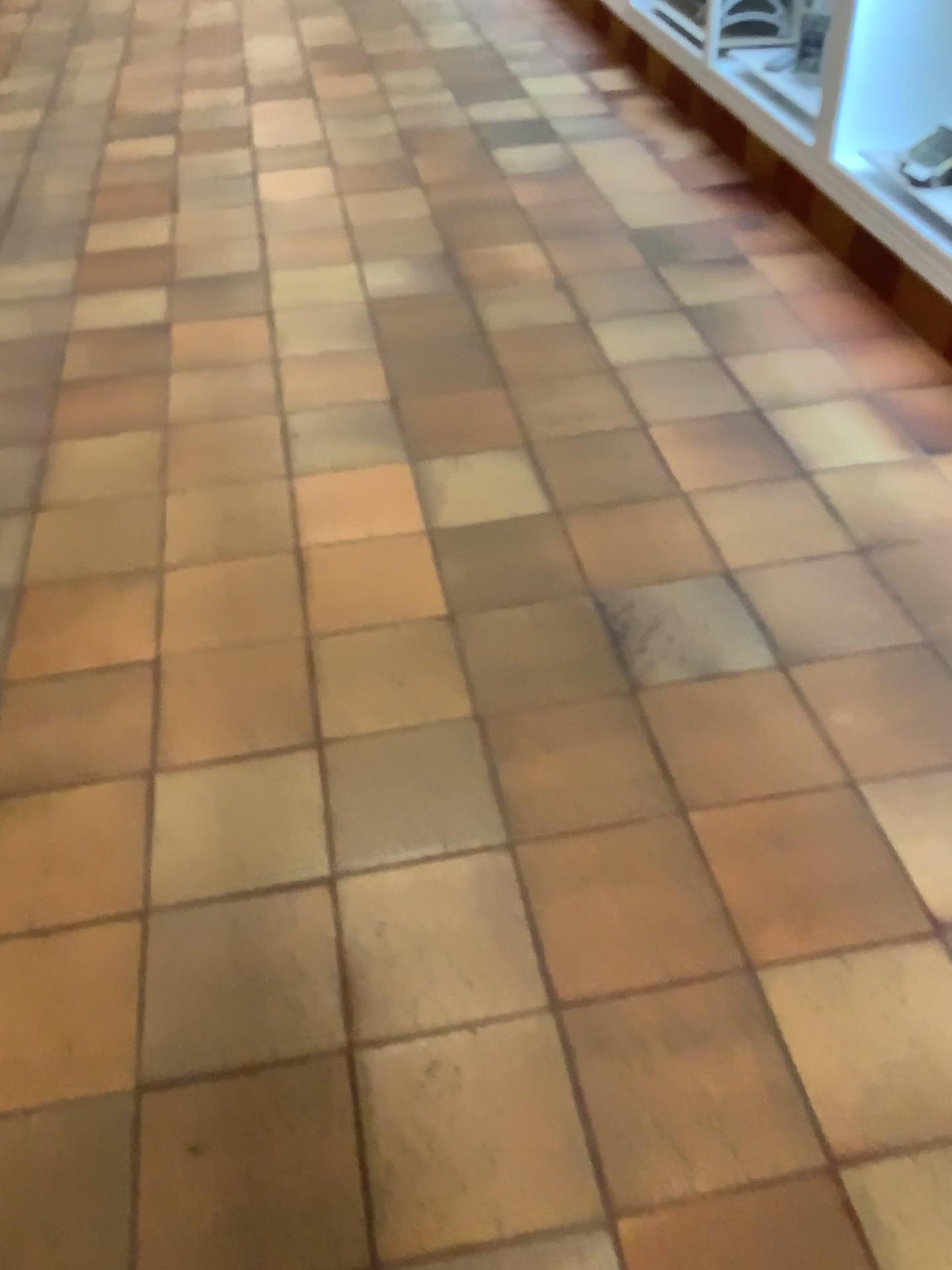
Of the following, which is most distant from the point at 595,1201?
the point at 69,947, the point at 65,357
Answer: the point at 65,357

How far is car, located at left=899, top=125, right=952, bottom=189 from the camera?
2.6m

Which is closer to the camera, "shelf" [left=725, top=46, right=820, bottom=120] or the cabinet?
the cabinet

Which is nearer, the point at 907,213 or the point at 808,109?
the point at 907,213

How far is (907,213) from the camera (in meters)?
2.55

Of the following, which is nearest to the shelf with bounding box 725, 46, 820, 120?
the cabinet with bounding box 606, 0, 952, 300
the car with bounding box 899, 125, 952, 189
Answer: the cabinet with bounding box 606, 0, 952, 300

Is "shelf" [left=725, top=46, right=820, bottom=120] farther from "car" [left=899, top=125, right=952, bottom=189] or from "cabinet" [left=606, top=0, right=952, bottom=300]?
"car" [left=899, top=125, right=952, bottom=189]

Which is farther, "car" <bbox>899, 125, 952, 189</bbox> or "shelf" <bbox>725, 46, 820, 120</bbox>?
"shelf" <bbox>725, 46, 820, 120</bbox>

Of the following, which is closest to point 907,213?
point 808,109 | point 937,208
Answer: point 937,208

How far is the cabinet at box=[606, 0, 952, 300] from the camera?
2.55m
